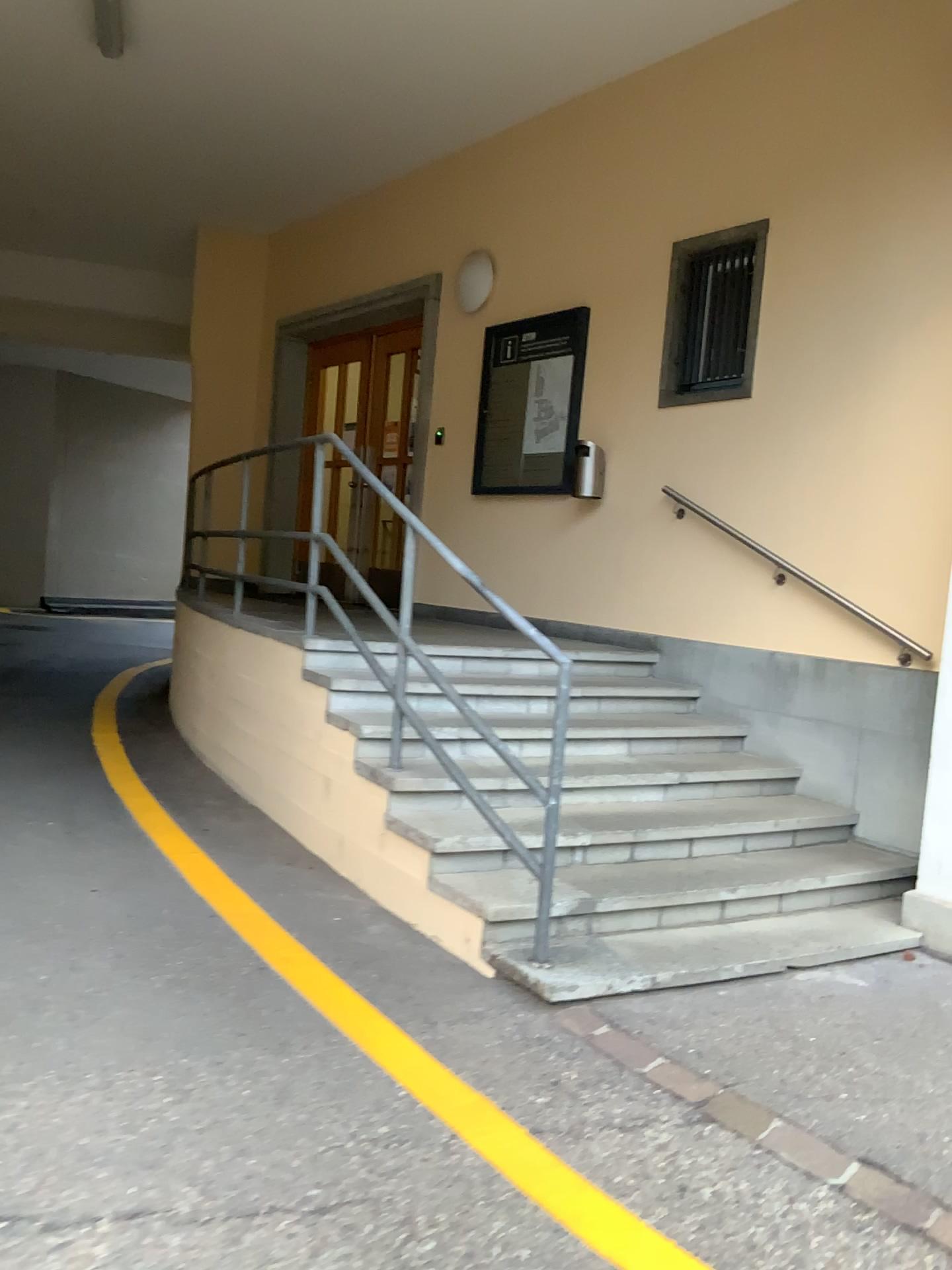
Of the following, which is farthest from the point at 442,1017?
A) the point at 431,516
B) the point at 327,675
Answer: the point at 431,516
